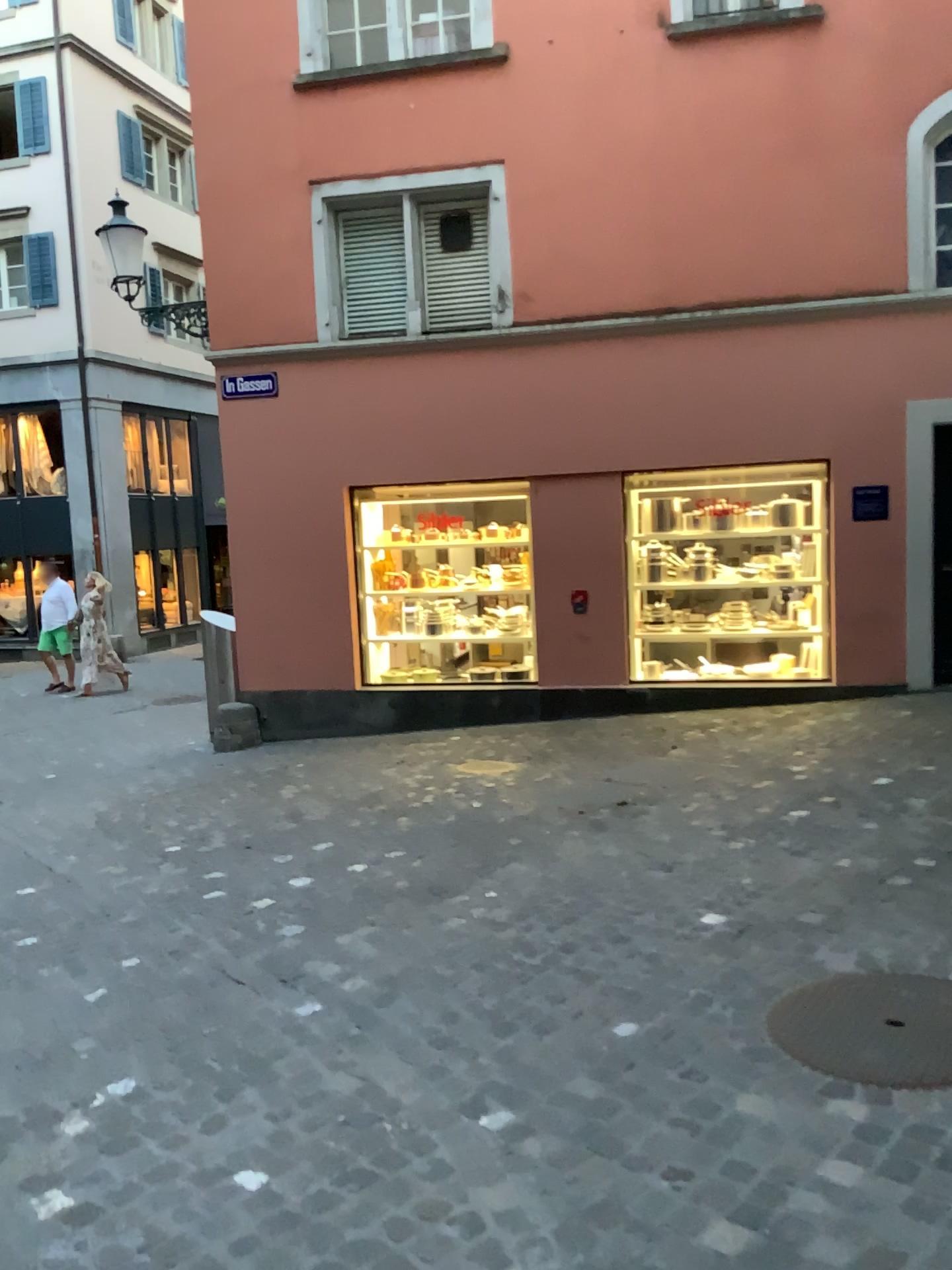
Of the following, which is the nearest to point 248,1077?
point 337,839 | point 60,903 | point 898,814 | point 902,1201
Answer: point 902,1201
